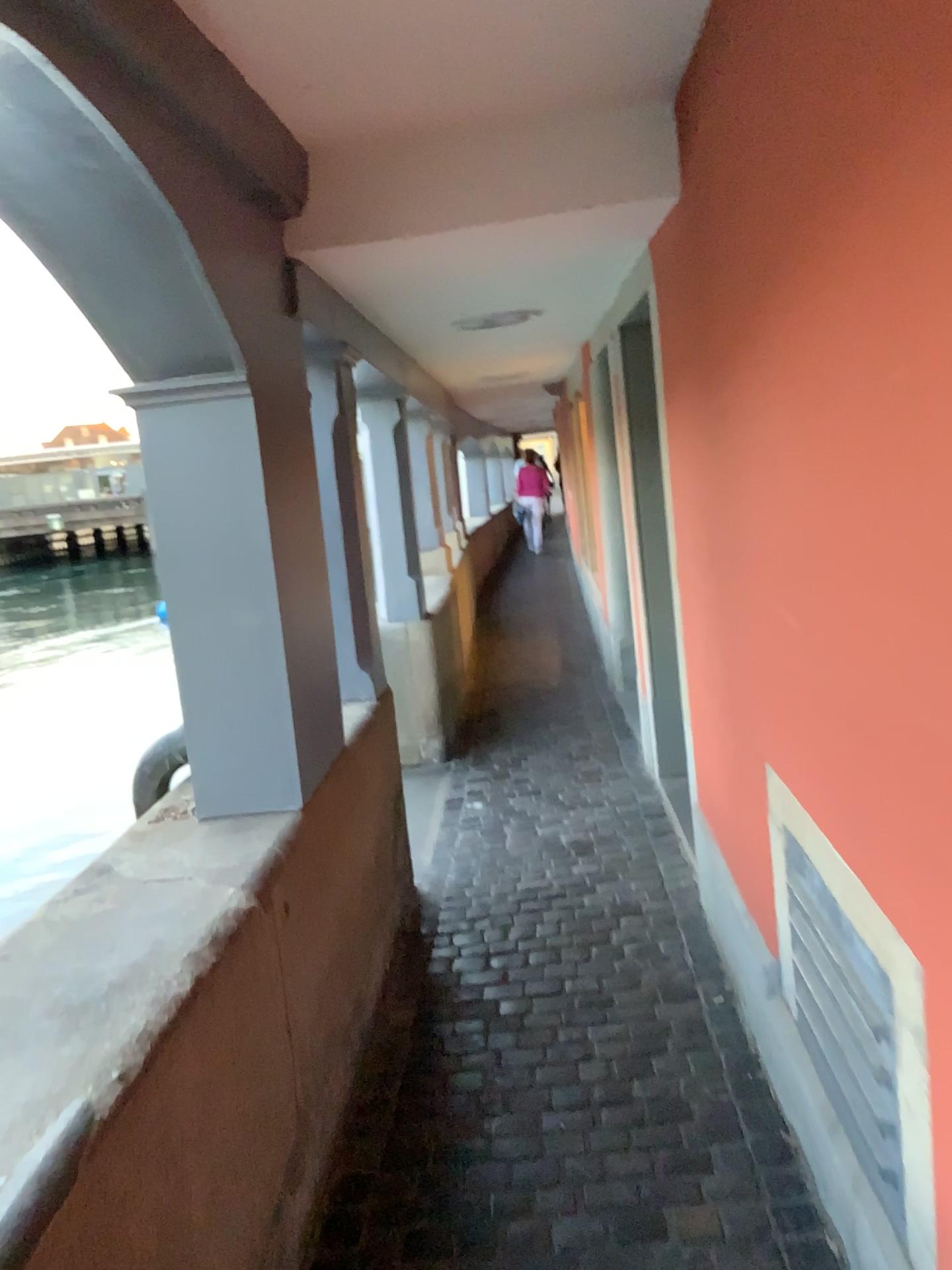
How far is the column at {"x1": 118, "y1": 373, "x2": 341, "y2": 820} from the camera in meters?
2.3

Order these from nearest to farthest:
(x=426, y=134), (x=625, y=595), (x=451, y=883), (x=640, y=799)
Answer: (x=426, y=134)
(x=451, y=883)
(x=640, y=799)
(x=625, y=595)

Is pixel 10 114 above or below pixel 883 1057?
above

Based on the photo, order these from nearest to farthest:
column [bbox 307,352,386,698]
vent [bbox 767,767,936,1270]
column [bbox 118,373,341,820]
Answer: vent [bbox 767,767,936,1270], column [bbox 118,373,341,820], column [bbox 307,352,386,698]

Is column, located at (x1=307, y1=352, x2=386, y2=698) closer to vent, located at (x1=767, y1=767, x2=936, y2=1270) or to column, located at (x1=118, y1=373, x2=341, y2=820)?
column, located at (x1=118, y1=373, x2=341, y2=820)

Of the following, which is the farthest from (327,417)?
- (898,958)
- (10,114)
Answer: (898,958)

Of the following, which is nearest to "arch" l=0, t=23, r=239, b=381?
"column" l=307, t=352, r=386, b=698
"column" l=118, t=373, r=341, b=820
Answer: "column" l=118, t=373, r=341, b=820

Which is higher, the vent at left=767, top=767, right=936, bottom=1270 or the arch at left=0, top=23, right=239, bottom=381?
the arch at left=0, top=23, right=239, bottom=381

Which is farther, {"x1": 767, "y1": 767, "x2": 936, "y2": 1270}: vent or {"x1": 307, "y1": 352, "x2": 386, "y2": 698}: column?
{"x1": 307, "y1": 352, "x2": 386, "y2": 698}: column

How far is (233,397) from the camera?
2.28m
